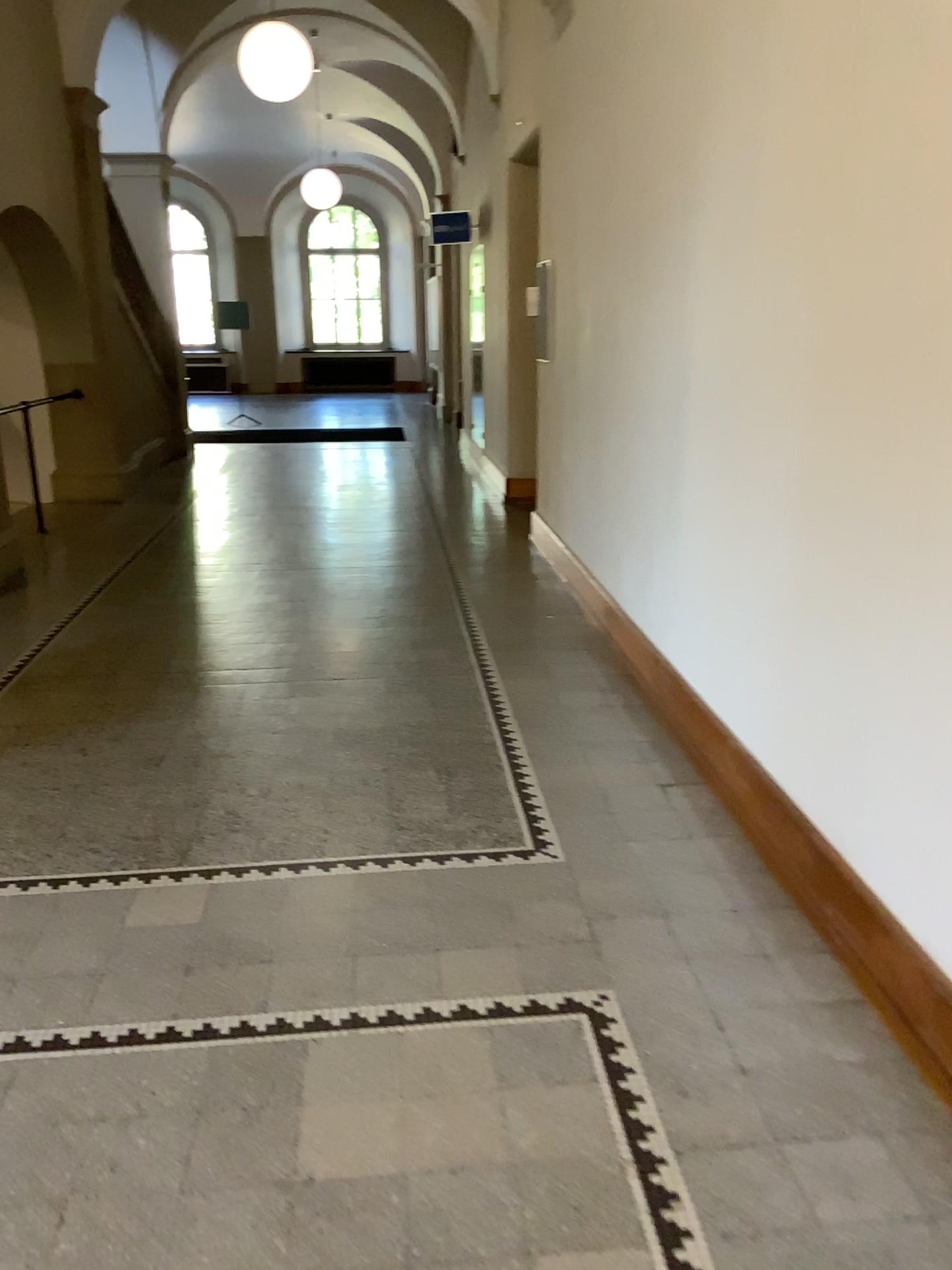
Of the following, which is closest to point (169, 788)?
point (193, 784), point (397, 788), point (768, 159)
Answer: point (193, 784)
